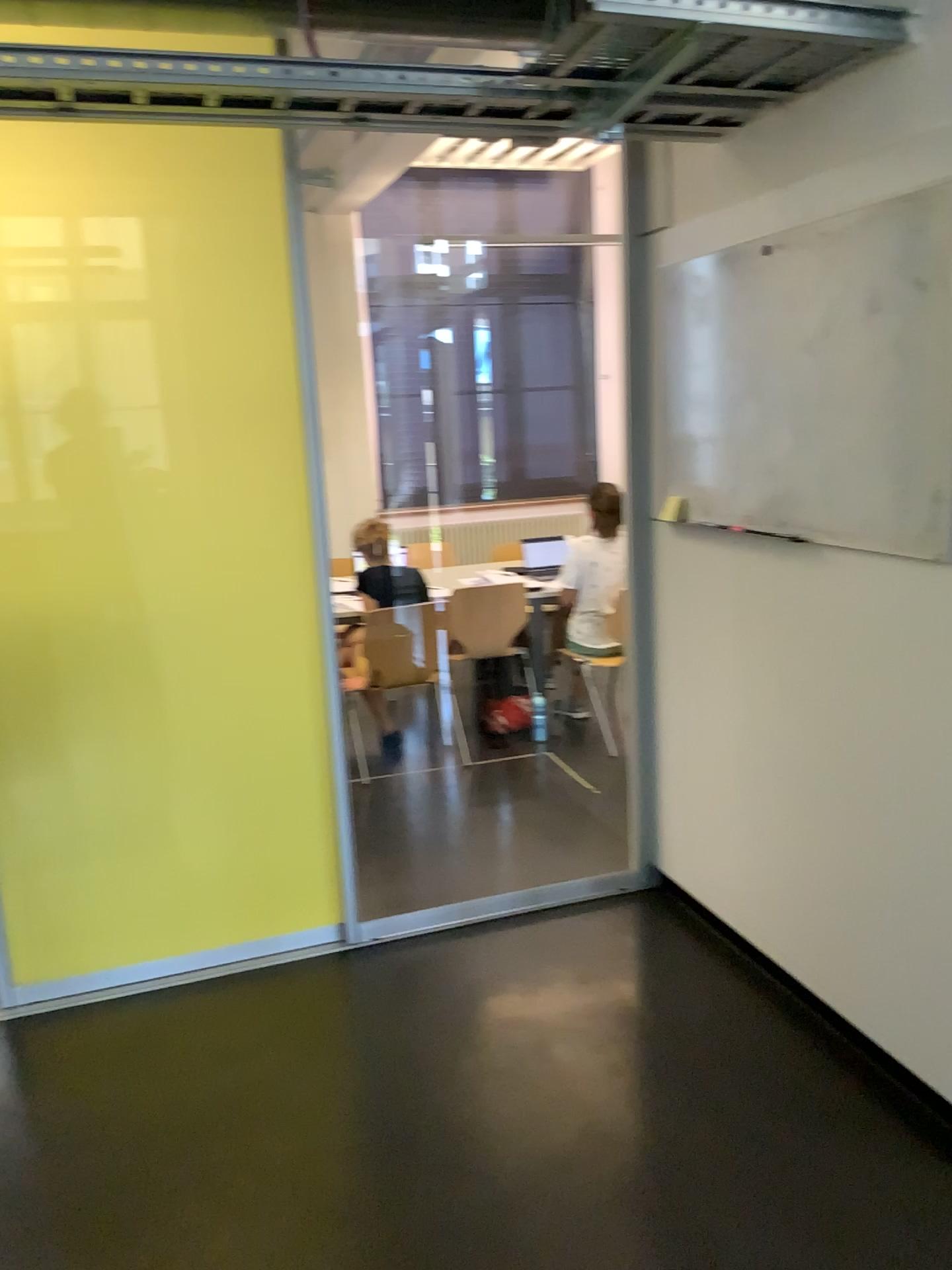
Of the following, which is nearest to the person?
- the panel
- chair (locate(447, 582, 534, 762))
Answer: chair (locate(447, 582, 534, 762))

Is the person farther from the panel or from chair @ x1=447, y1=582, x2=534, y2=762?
the panel

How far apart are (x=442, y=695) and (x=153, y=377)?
2.4m

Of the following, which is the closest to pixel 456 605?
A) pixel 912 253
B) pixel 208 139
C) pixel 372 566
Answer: pixel 372 566

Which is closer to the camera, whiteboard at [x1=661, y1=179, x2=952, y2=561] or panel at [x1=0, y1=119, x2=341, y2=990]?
whiteboard at [x1=661, y1=179, x2=952, y2=561]

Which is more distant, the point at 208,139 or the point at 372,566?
the point at 372,566

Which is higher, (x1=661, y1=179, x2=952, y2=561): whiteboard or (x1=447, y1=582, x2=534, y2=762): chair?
(x1=661, y1=179, x2=952, y2=561): whiteboard

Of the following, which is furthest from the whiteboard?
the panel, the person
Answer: the person

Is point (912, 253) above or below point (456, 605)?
above

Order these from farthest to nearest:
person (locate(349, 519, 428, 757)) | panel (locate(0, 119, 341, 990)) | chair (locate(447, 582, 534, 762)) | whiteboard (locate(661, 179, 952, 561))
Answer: chair (locate(447, 582, 534, 762)), person (locate(349, 519, 428, 757)), panel (locate(0, 119, 341, 990)), whiteboard (locate(661, 179, 952, 561))
